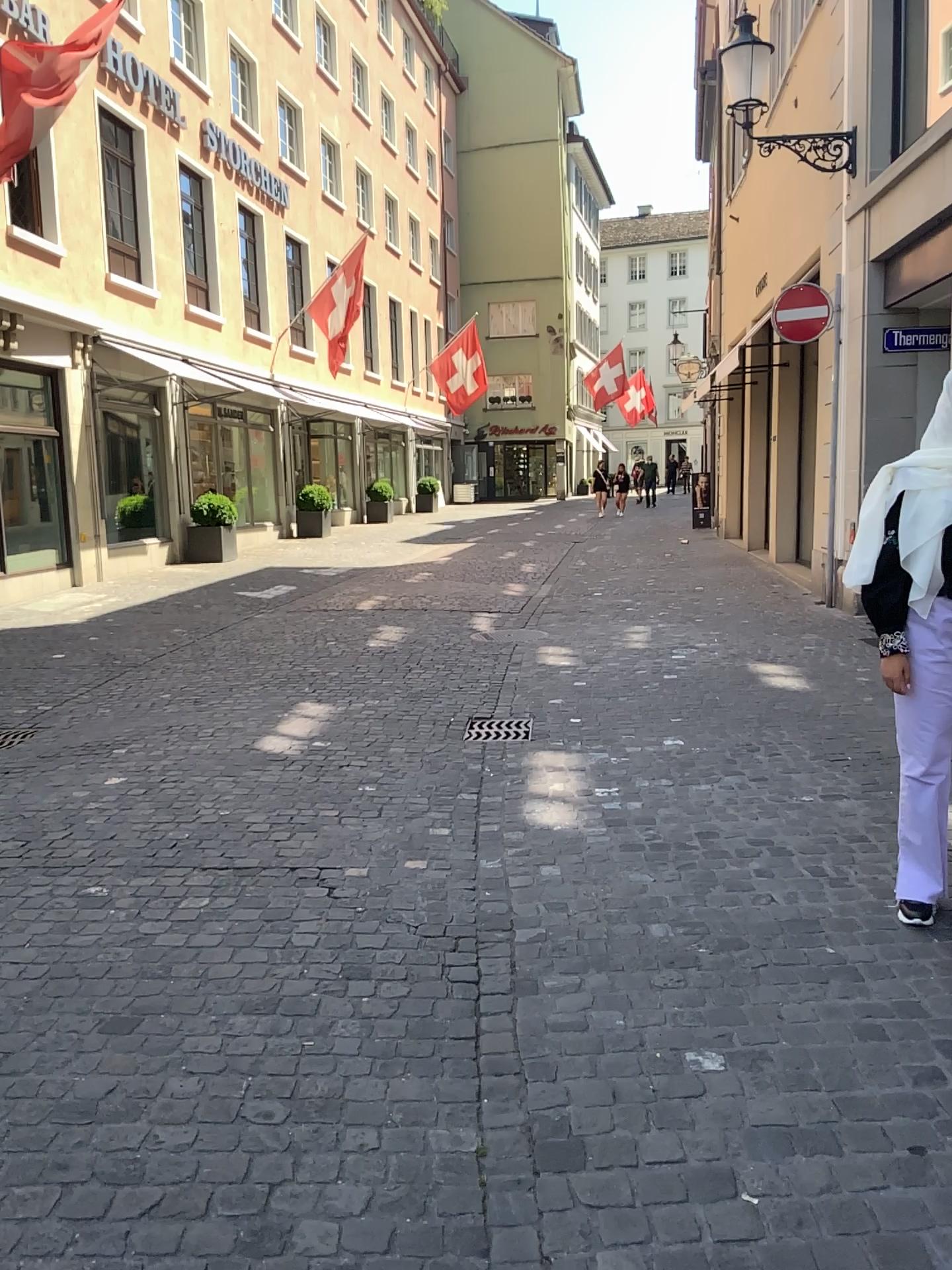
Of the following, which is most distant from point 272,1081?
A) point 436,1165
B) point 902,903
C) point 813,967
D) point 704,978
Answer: point 902,903
